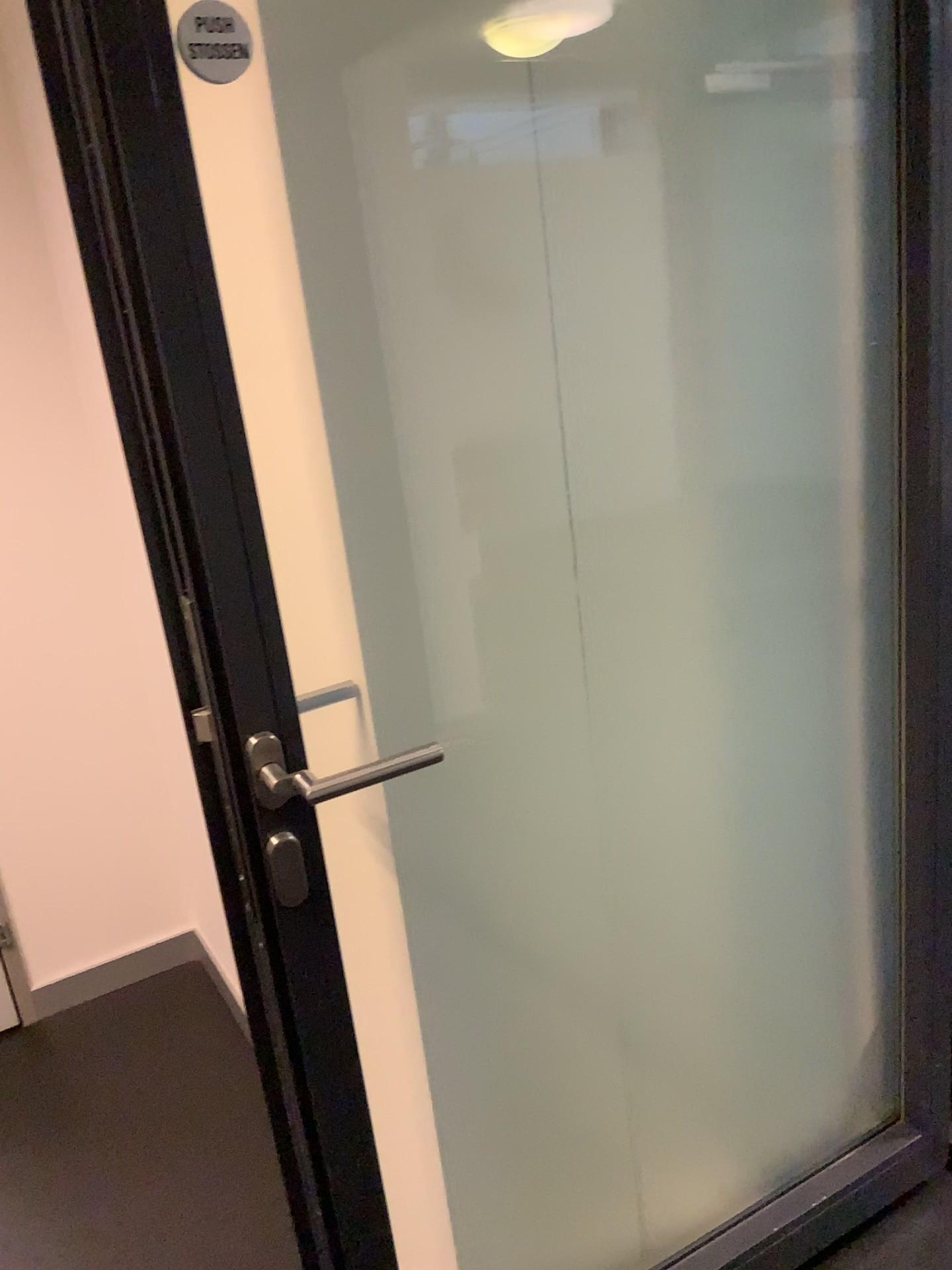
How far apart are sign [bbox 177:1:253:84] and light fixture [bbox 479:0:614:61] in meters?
0.3 m

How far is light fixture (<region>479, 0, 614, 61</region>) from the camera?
1.04m

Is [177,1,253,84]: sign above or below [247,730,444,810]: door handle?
above

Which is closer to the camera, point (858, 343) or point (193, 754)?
point (193, 754)

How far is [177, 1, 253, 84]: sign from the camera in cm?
81

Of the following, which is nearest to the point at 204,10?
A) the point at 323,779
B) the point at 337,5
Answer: the point at 337,5

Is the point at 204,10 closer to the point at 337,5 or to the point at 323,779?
the point at 337,5

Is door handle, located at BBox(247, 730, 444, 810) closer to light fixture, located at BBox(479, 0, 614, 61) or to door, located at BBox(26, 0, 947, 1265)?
door, located at BBox(26, 0, 947, 1265)

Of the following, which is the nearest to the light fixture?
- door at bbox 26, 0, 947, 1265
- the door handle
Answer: door at bbox 26, 0, 947, 1265

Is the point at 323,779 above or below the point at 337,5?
below
